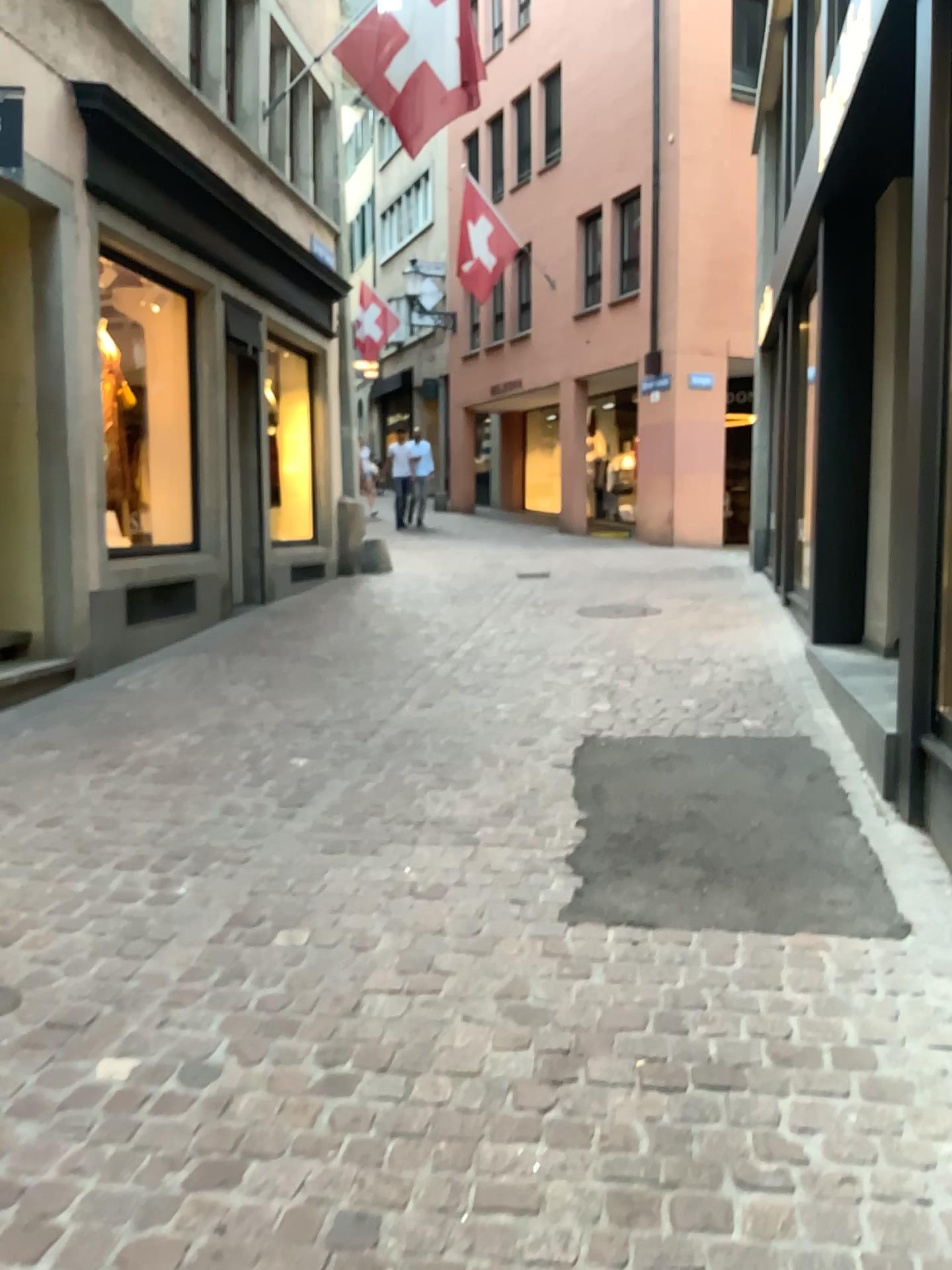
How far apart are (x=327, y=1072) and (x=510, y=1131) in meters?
0.4
